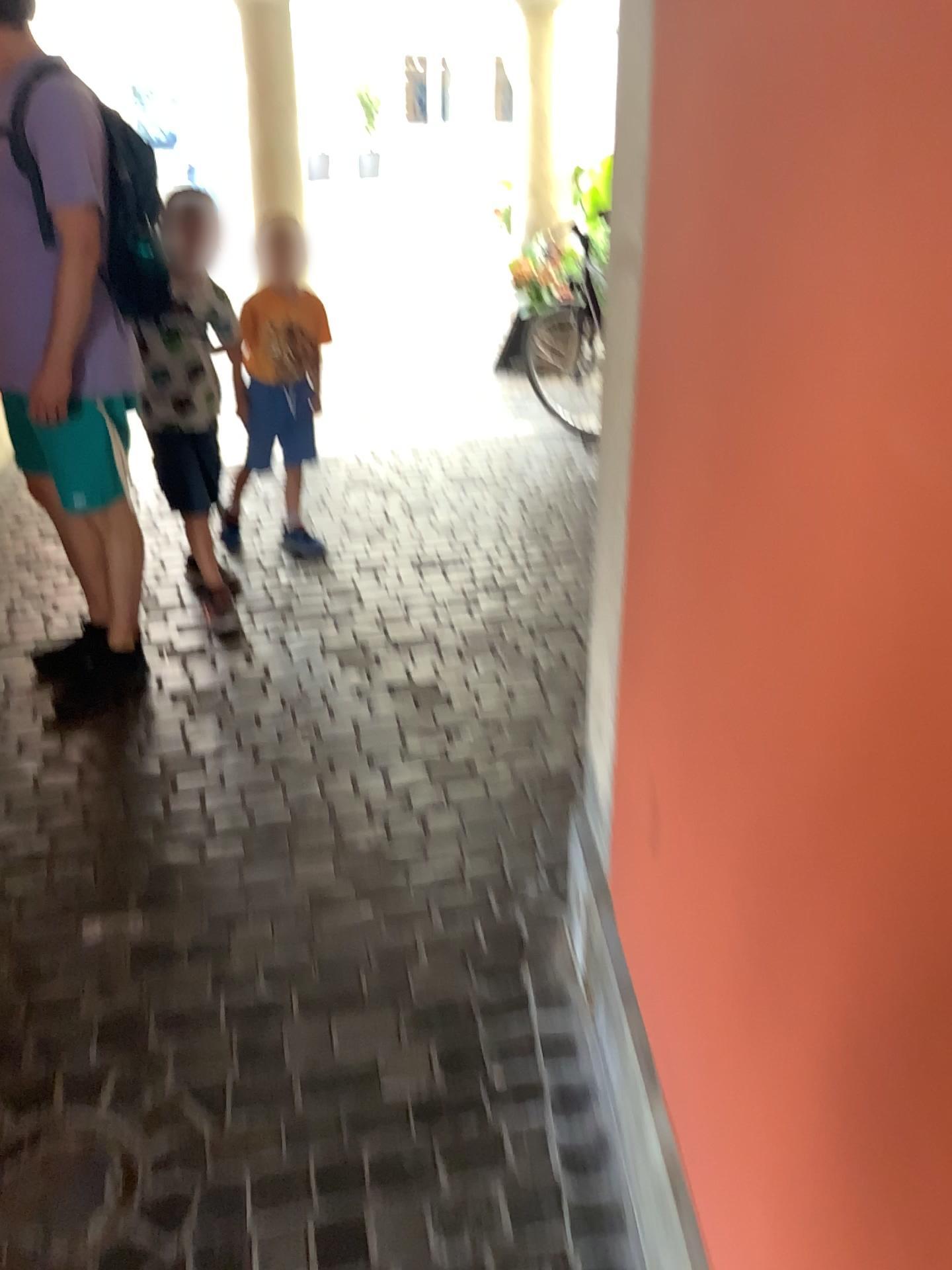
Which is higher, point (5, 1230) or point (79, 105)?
point (79, 105)

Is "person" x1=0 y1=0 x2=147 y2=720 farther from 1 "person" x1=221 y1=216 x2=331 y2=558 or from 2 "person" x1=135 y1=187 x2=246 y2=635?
1 "person" x1=221 y1=216 x2=331 y2=558

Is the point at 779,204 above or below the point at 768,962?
above

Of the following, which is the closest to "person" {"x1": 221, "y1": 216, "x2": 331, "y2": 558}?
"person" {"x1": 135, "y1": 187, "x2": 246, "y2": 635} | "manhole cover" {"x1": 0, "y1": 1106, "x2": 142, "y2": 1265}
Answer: "person" {"x1": 135, "y1": 187, "x2": 246, "y2": 635}

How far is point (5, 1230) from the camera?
1.5m

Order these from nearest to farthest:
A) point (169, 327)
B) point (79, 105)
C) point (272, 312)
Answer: point (79, 105), point (169, 327), point (272, 312)

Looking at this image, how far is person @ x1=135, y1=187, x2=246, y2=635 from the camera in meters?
3.0 m

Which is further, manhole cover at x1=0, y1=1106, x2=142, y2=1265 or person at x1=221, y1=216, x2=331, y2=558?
person at x1=221, y1=216, x2=331, y2=558

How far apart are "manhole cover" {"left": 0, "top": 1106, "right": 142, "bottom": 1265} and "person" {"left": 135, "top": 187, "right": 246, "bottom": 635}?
1.9m

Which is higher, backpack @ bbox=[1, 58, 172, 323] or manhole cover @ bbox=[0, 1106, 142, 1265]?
backpack @ bbox=[1, 58, 172, 323]
